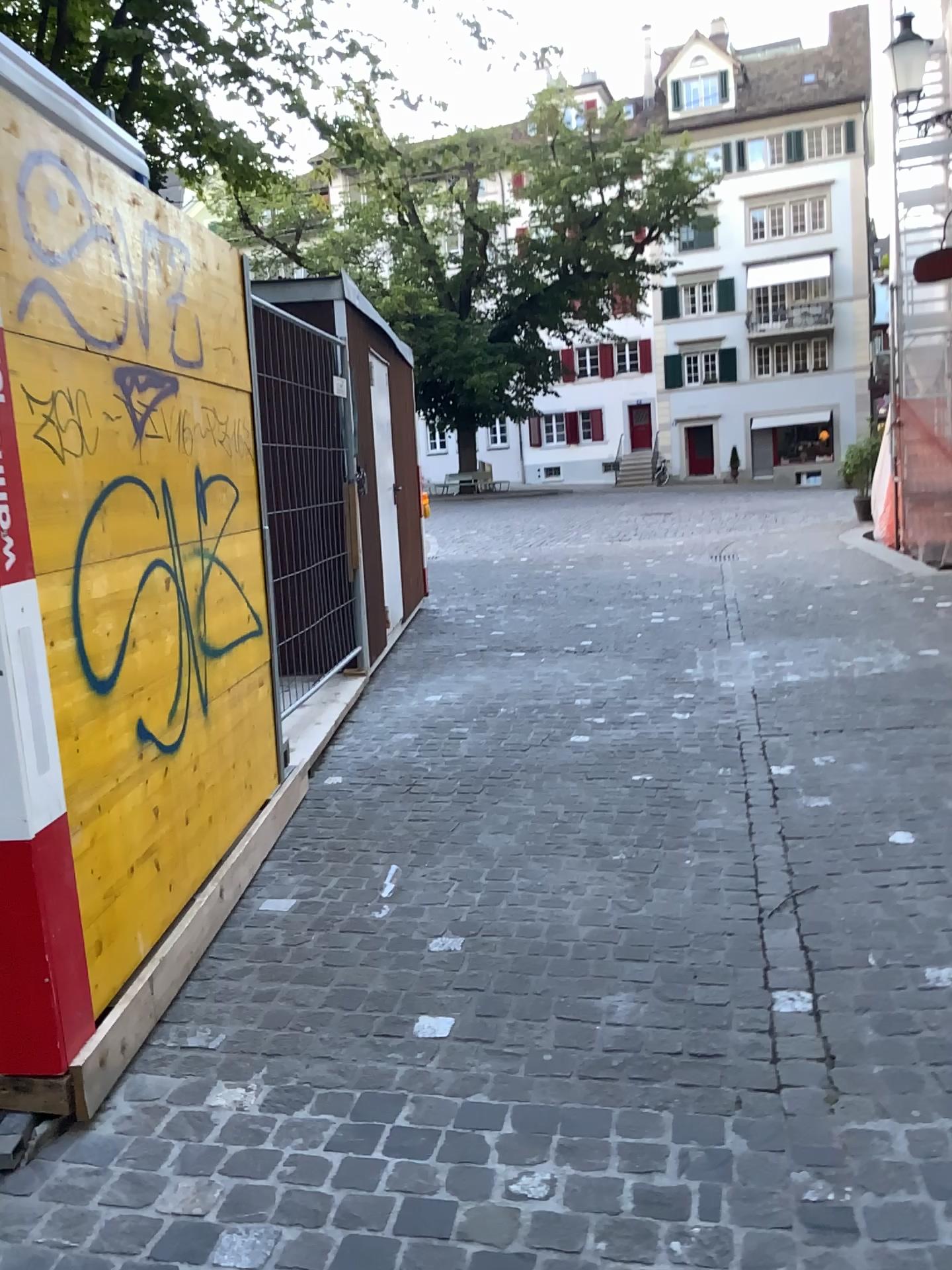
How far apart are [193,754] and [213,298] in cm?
149
